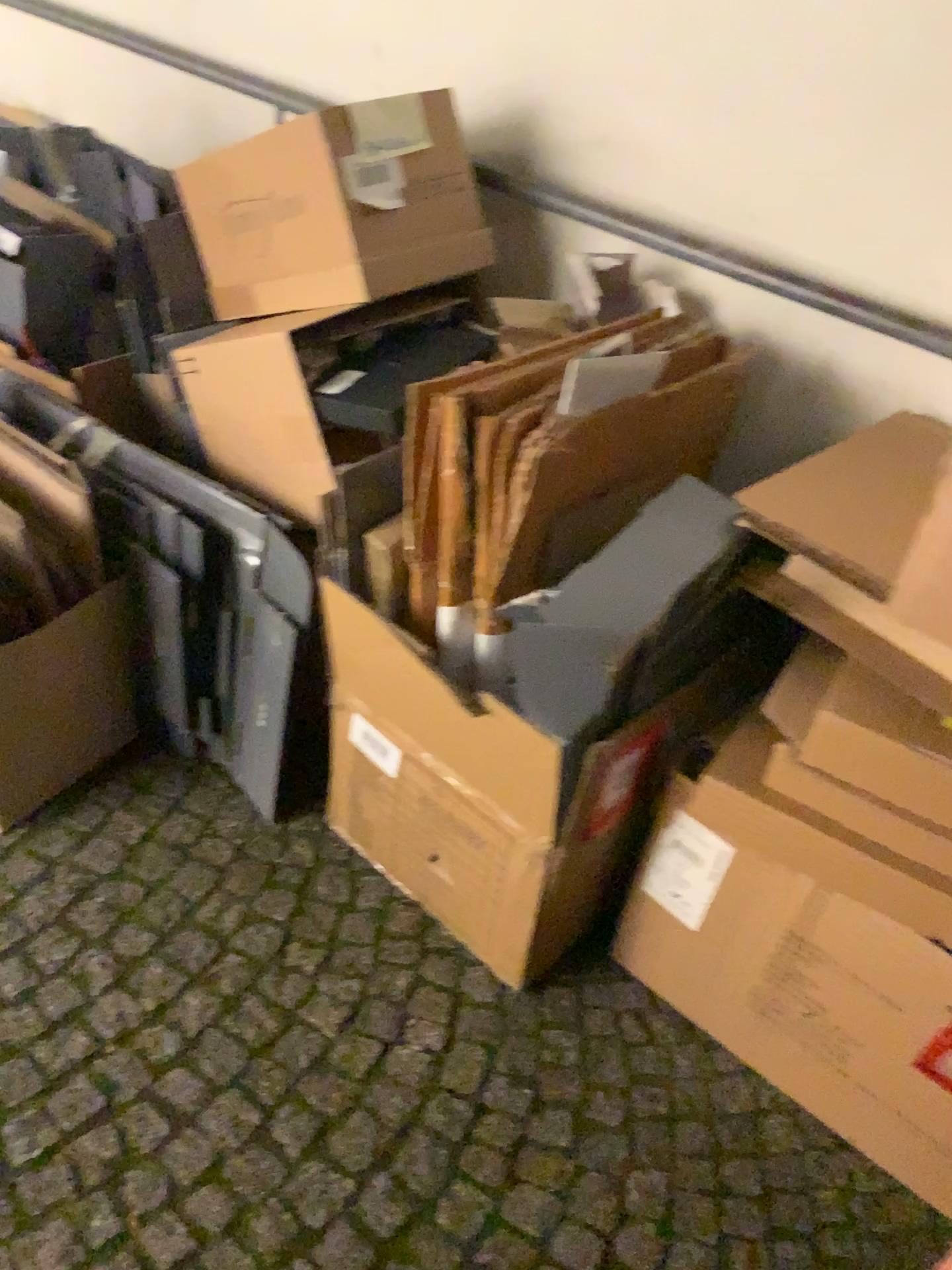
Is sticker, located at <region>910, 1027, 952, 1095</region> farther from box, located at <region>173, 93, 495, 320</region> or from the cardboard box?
box, located at <region>173, 93, 495, 320</region>

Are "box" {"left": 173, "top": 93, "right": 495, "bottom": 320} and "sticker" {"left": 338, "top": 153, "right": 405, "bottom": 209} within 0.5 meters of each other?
yes

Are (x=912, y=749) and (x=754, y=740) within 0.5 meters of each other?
yes

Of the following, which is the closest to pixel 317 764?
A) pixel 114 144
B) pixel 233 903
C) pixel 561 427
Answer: pixel 233 903

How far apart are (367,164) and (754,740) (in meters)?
0.94

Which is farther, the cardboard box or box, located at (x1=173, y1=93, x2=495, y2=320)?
box, located at (x1=173, y1=93, x2=495, y2=320)

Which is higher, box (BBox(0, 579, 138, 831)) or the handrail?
the handrail

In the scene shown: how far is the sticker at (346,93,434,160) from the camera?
1.43m

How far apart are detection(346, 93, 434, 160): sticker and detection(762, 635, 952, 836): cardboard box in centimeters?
89cm

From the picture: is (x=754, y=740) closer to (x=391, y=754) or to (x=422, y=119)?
(x=391, y=754)
